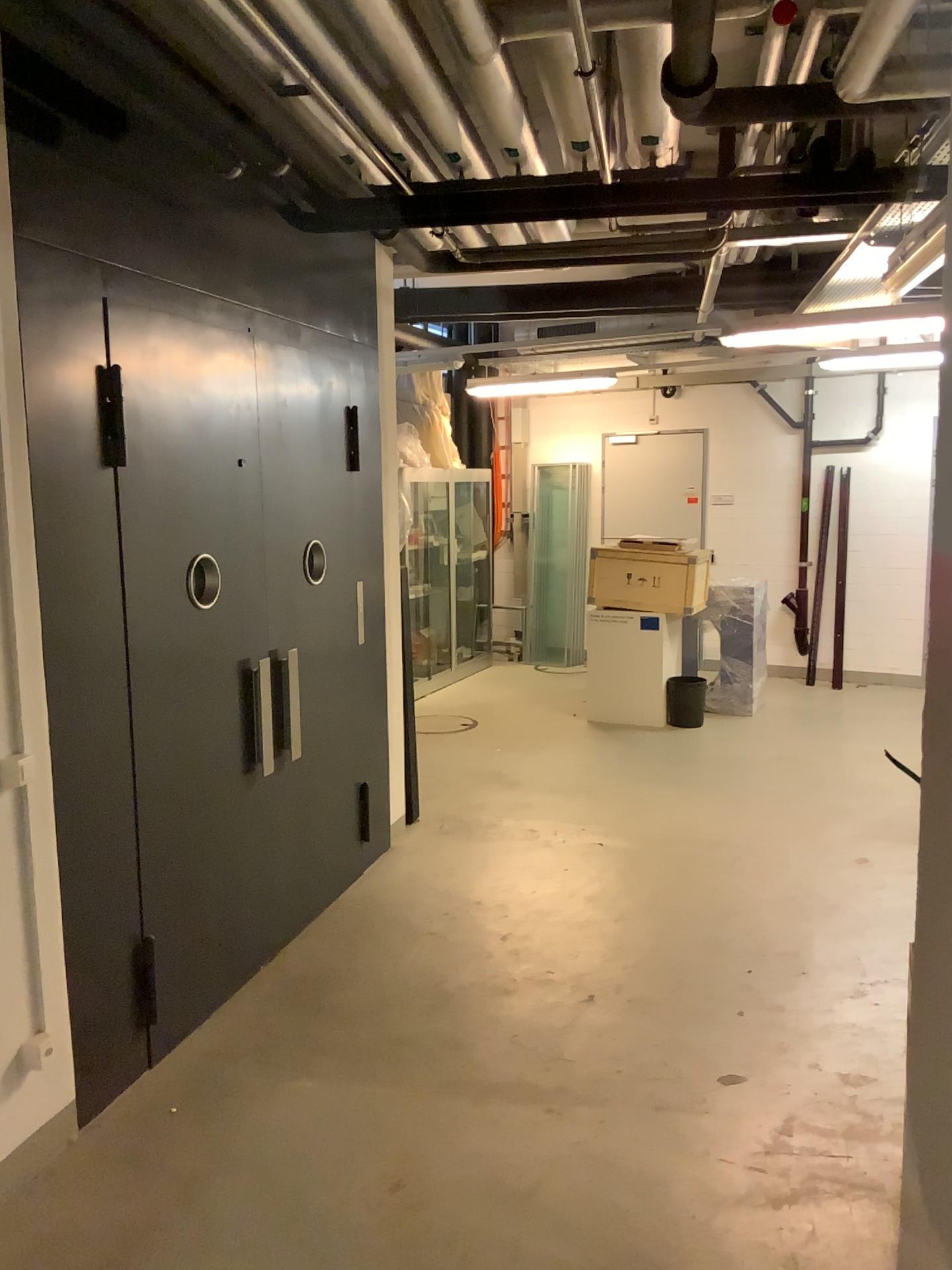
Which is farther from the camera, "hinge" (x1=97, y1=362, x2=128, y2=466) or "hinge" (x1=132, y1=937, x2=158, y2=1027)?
"hinge" (x1=132, y1=937, x2=158, y2=1027)

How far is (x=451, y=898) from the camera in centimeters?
475cm

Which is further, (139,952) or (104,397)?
(139,952)

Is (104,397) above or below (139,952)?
above

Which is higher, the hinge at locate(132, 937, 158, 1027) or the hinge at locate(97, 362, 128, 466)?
the hinge at locate(97, 362, 128, 466)
